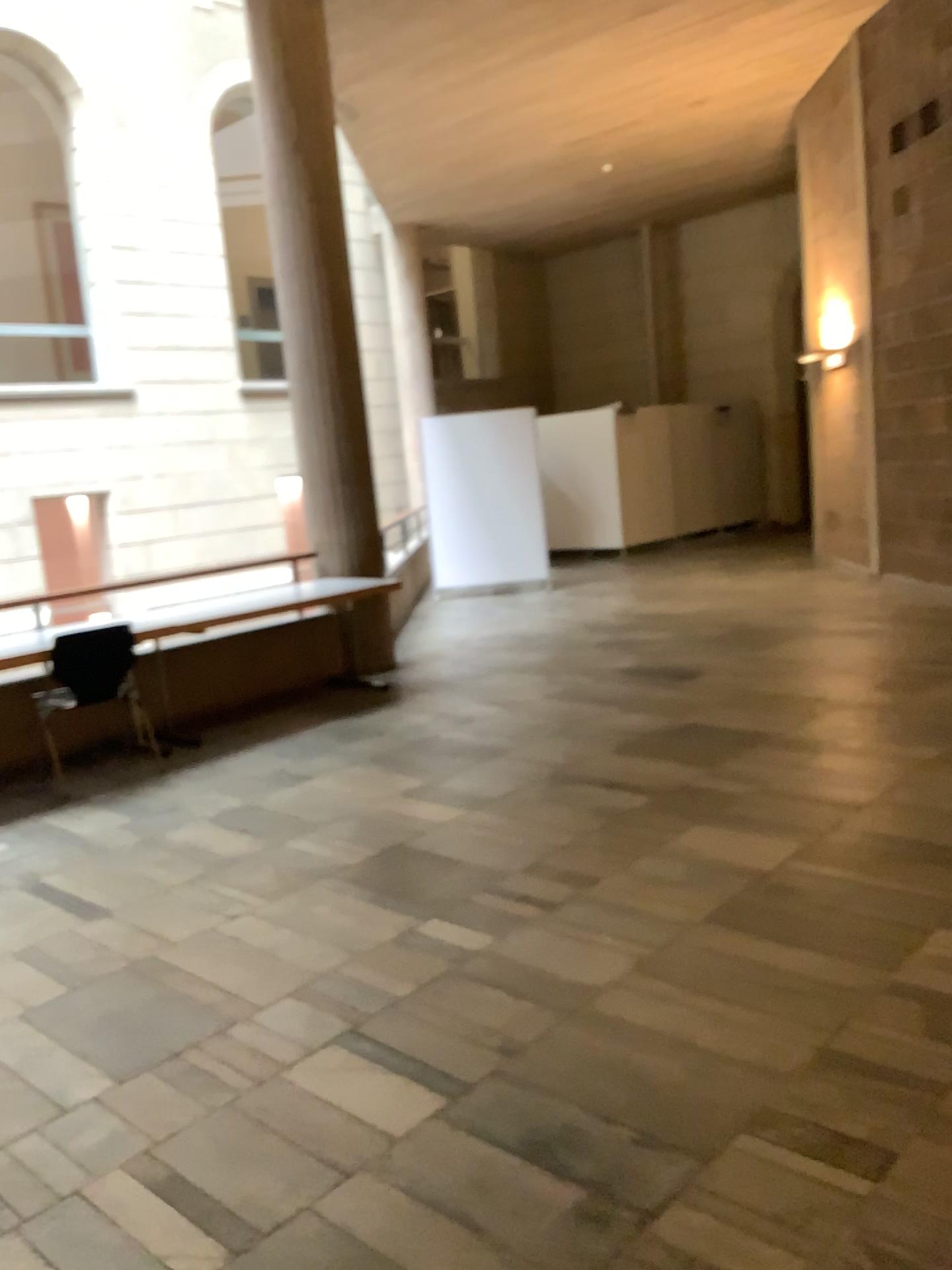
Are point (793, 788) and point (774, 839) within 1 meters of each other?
yes
